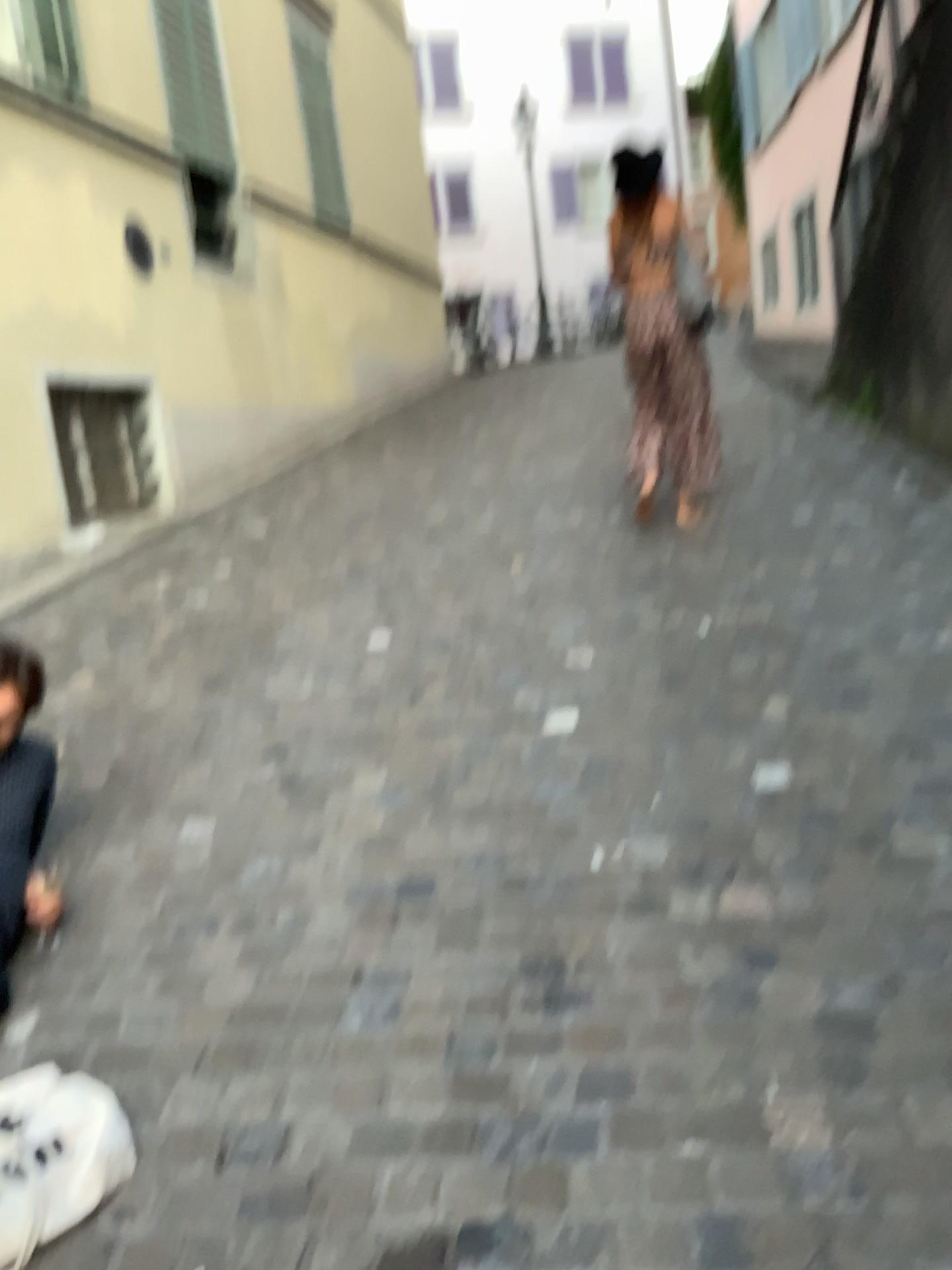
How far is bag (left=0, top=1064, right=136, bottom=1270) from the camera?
1.6m

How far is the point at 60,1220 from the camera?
1.6 meters

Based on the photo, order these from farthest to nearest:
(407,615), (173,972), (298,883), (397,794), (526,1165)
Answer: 1. (407,615)
2. (397,794)
3. (298,883)
4. (173,972)
5. (526,1165)
